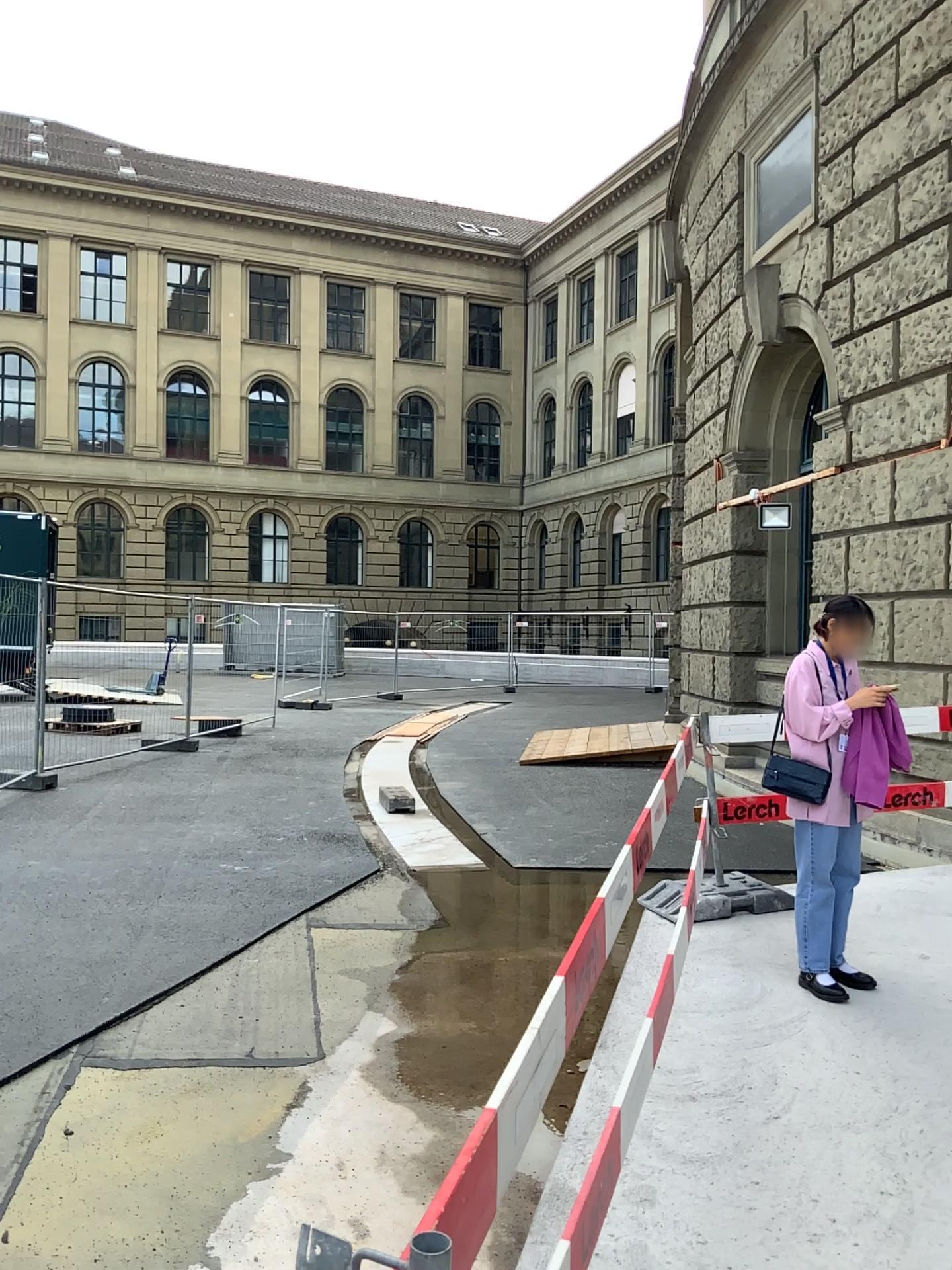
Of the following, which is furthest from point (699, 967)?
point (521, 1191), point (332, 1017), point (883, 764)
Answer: point (521, 1191)

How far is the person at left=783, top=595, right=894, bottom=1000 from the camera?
4.3m

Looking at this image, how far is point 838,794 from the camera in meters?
4.3 m
